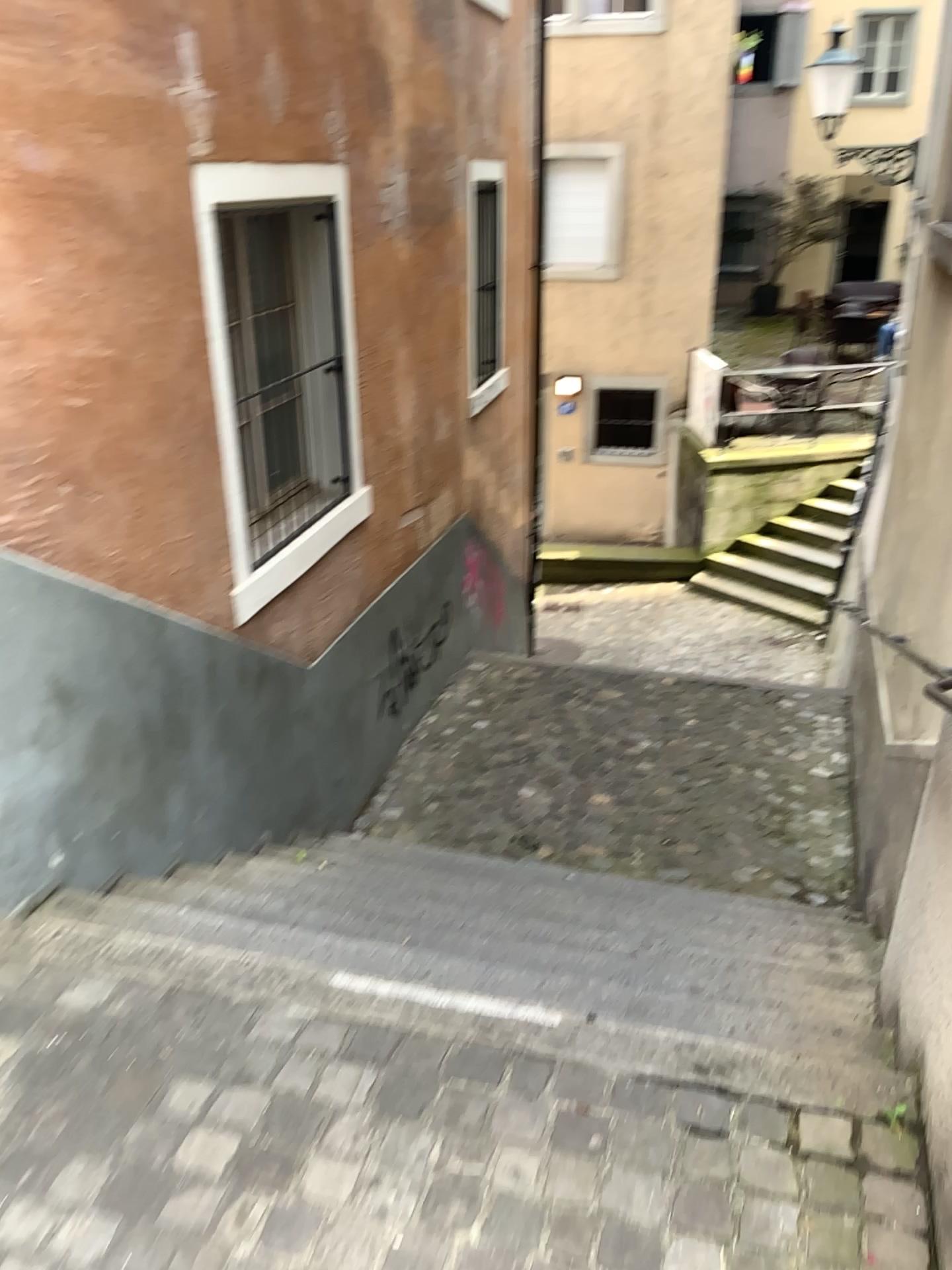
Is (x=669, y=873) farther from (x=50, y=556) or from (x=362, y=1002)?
(x=50, y=556)
